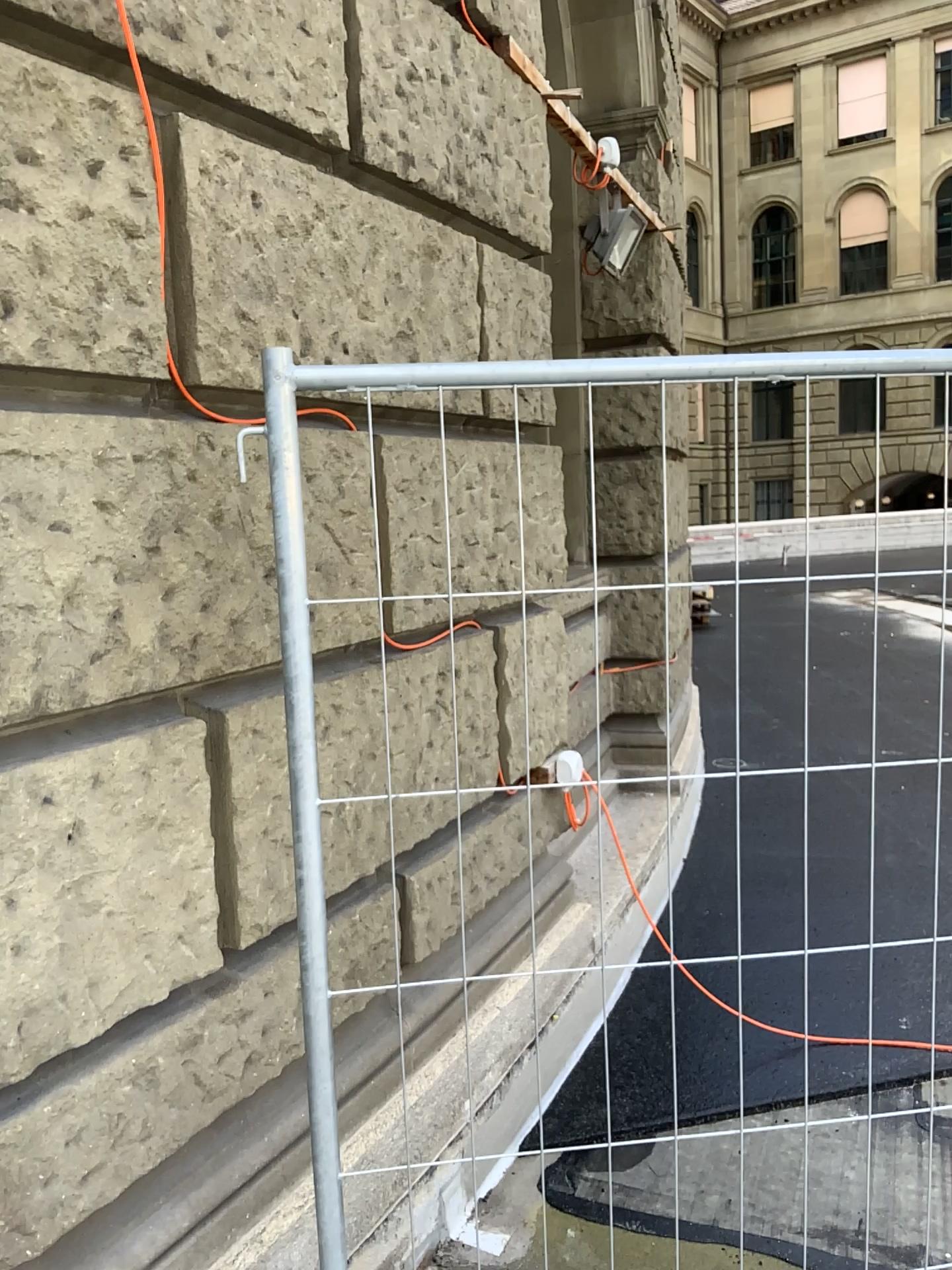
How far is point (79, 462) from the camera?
1.6 meters

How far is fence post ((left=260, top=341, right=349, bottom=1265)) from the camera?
1.4m

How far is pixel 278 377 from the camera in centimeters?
143cm
